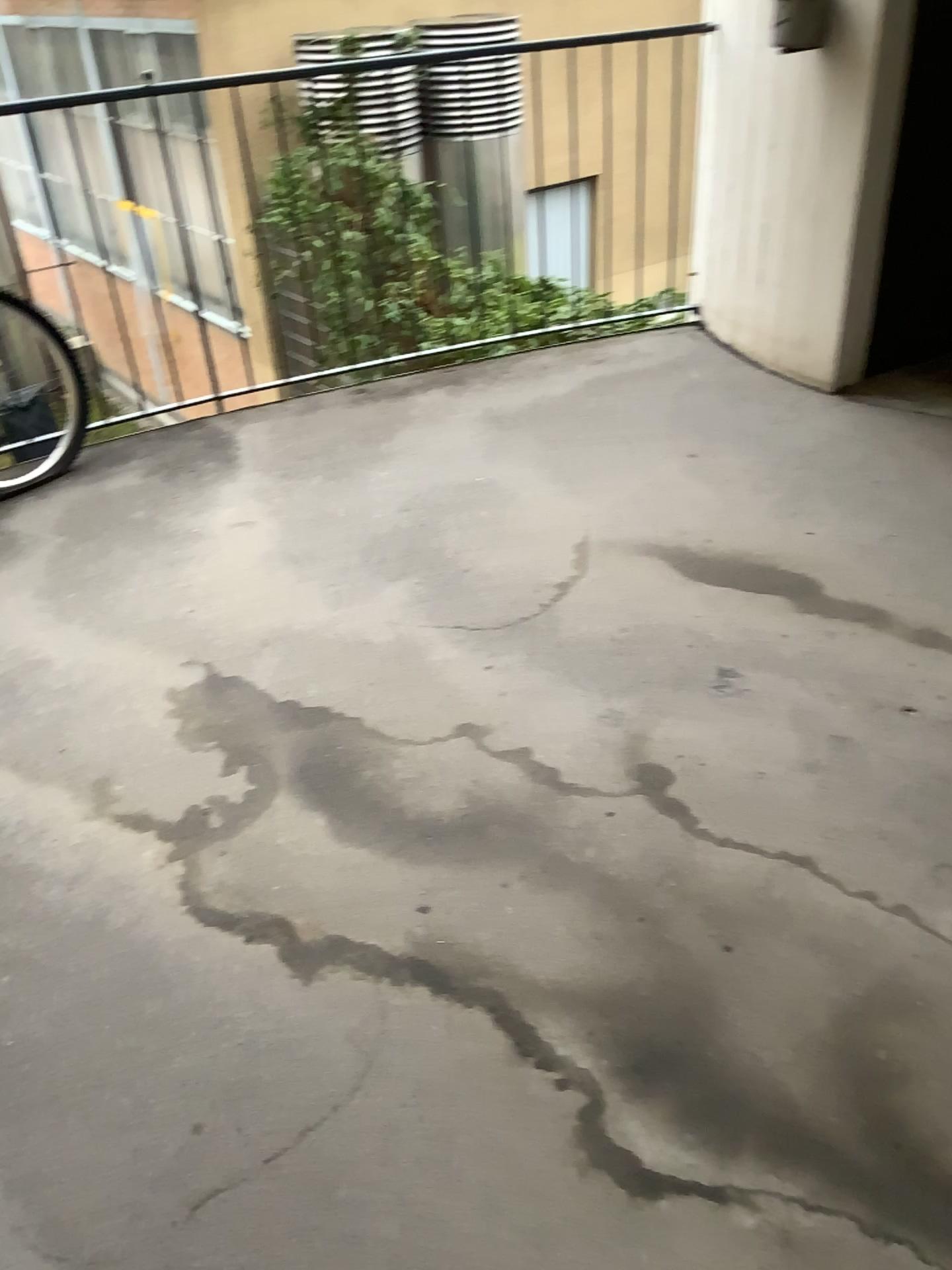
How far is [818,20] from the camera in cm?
311

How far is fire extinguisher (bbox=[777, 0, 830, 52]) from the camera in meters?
3.1 m

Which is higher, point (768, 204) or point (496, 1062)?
point (768, 204)
